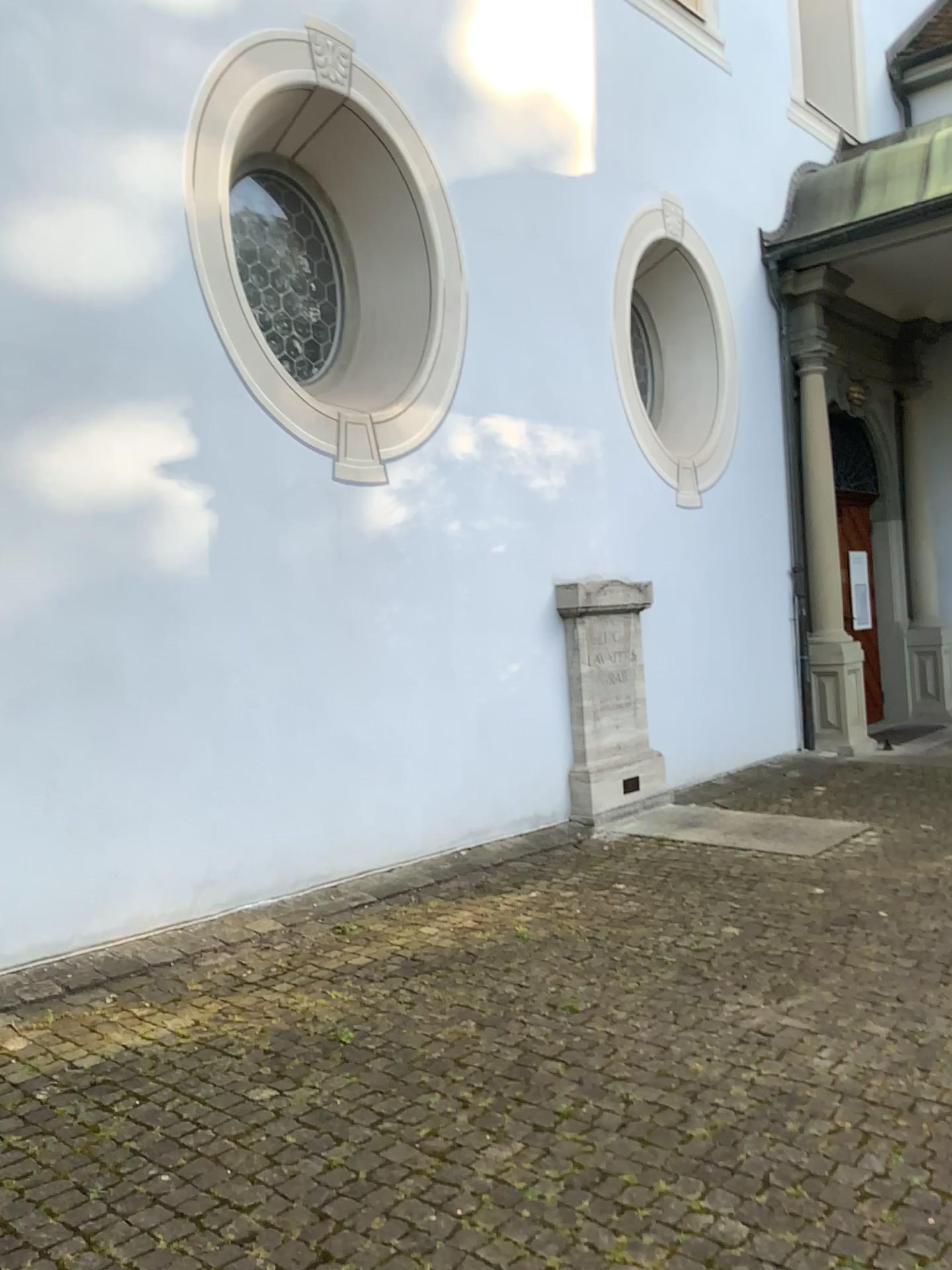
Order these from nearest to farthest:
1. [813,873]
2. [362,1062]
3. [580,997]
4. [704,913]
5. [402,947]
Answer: [362,1062], [580,997], [402,947], [704,913], [813,873]
